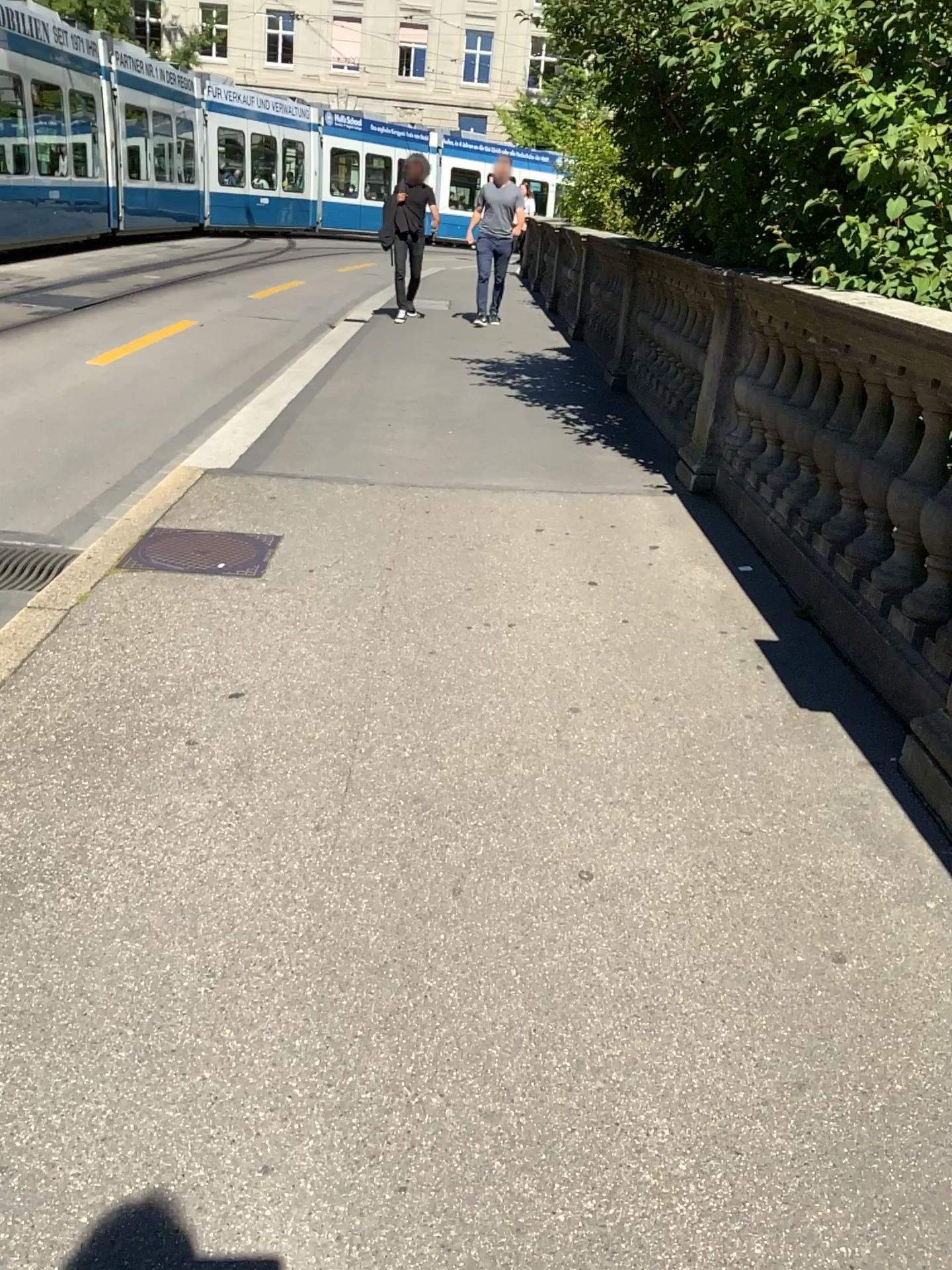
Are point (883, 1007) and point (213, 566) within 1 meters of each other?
no
